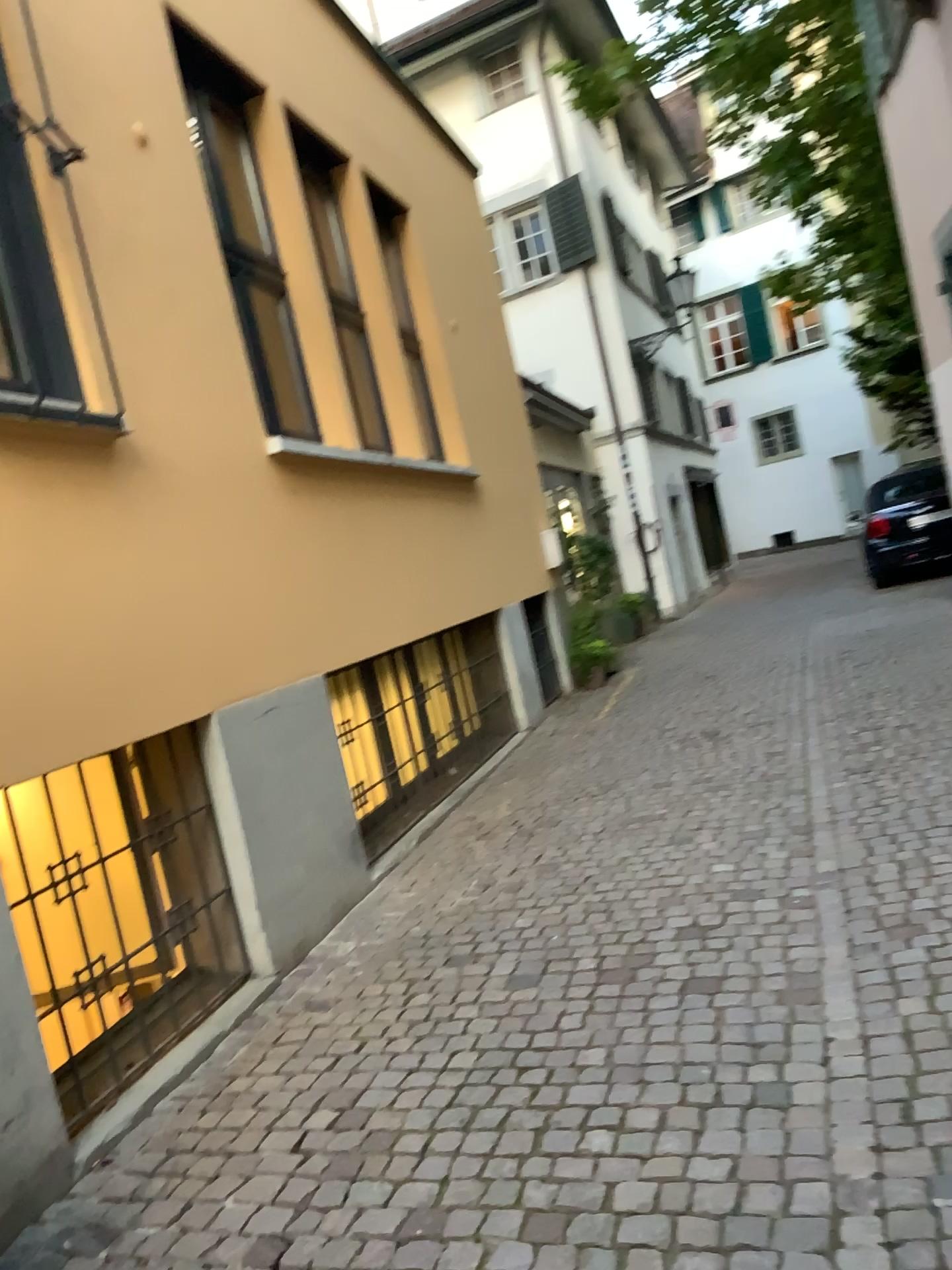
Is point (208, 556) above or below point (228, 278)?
below
